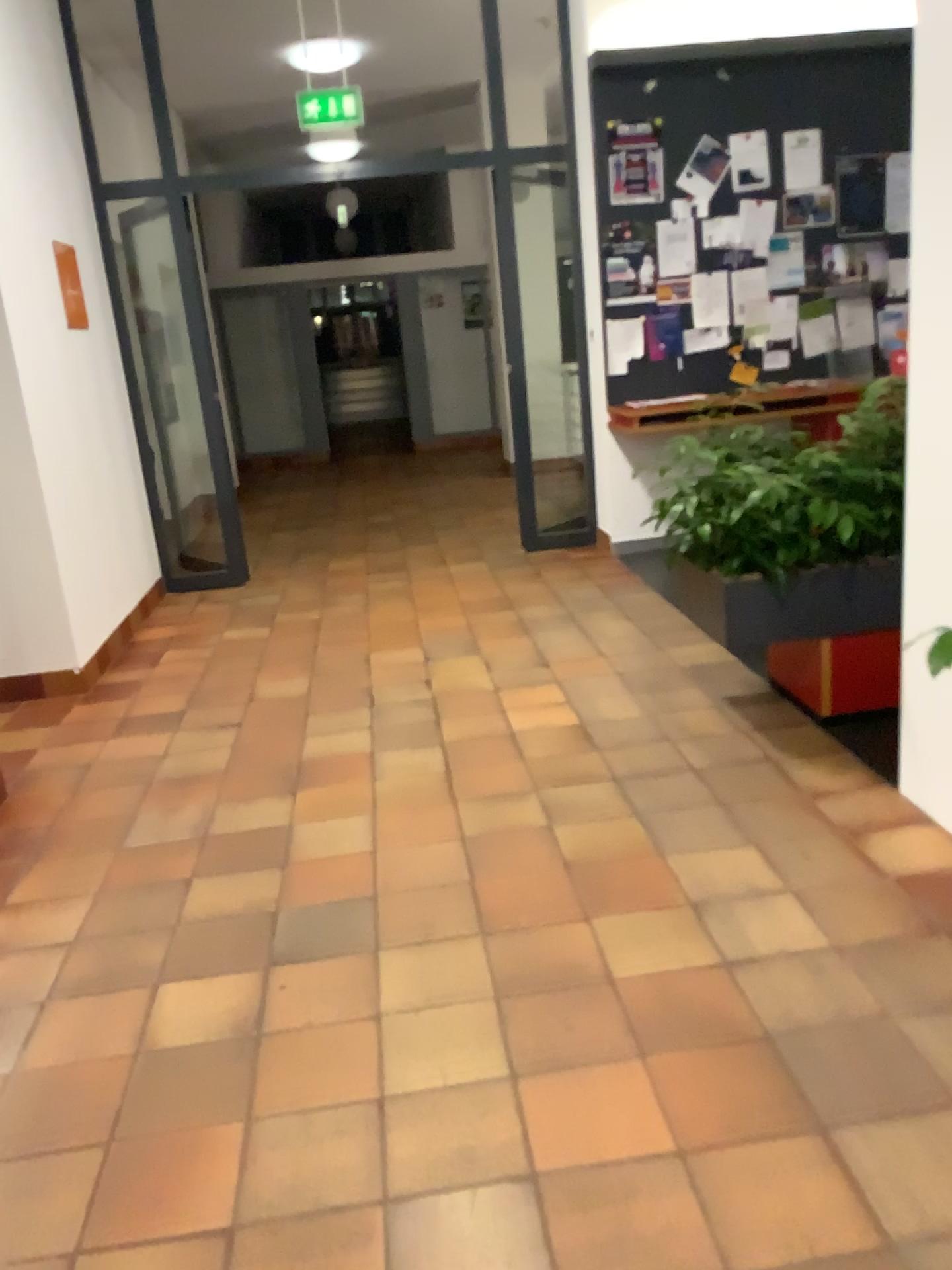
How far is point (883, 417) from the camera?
3.3 meters

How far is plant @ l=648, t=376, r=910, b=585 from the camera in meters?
3.3

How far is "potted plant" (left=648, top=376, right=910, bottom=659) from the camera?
3.3 meters

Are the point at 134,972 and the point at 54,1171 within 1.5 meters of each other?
yes

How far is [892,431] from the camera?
3.3m
